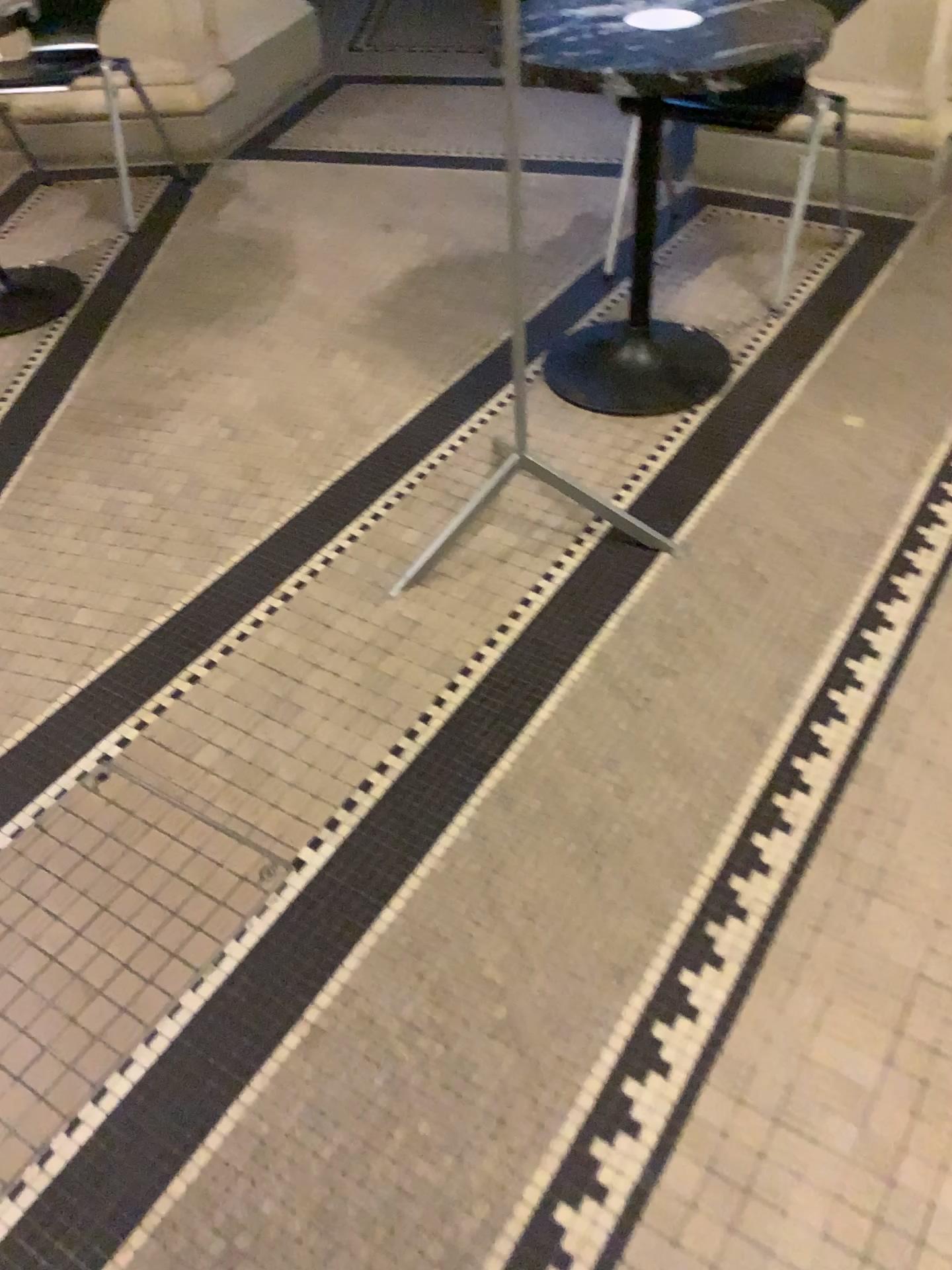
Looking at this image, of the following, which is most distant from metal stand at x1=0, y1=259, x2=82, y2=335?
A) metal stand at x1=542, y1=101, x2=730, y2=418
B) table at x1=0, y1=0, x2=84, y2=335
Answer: metal stand at x1=542, y1=101, x2=730, y2=418

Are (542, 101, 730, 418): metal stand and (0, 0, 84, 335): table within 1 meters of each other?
no

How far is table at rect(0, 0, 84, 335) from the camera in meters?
2.9 m

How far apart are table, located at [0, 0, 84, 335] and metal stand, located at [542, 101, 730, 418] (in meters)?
1.41

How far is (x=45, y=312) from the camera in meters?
2.9 m

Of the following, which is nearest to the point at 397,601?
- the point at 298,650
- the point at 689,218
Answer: the point at 298,650

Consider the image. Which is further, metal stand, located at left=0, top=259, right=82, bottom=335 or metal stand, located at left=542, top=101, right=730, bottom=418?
metal stand, located at left=0, top=259, right=82, bottom=335

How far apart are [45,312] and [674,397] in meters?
1.8 m

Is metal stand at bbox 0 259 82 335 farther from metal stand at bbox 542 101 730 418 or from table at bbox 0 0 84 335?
metal stand at bbox 542 101 730 418

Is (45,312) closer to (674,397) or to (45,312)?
(45,312)
